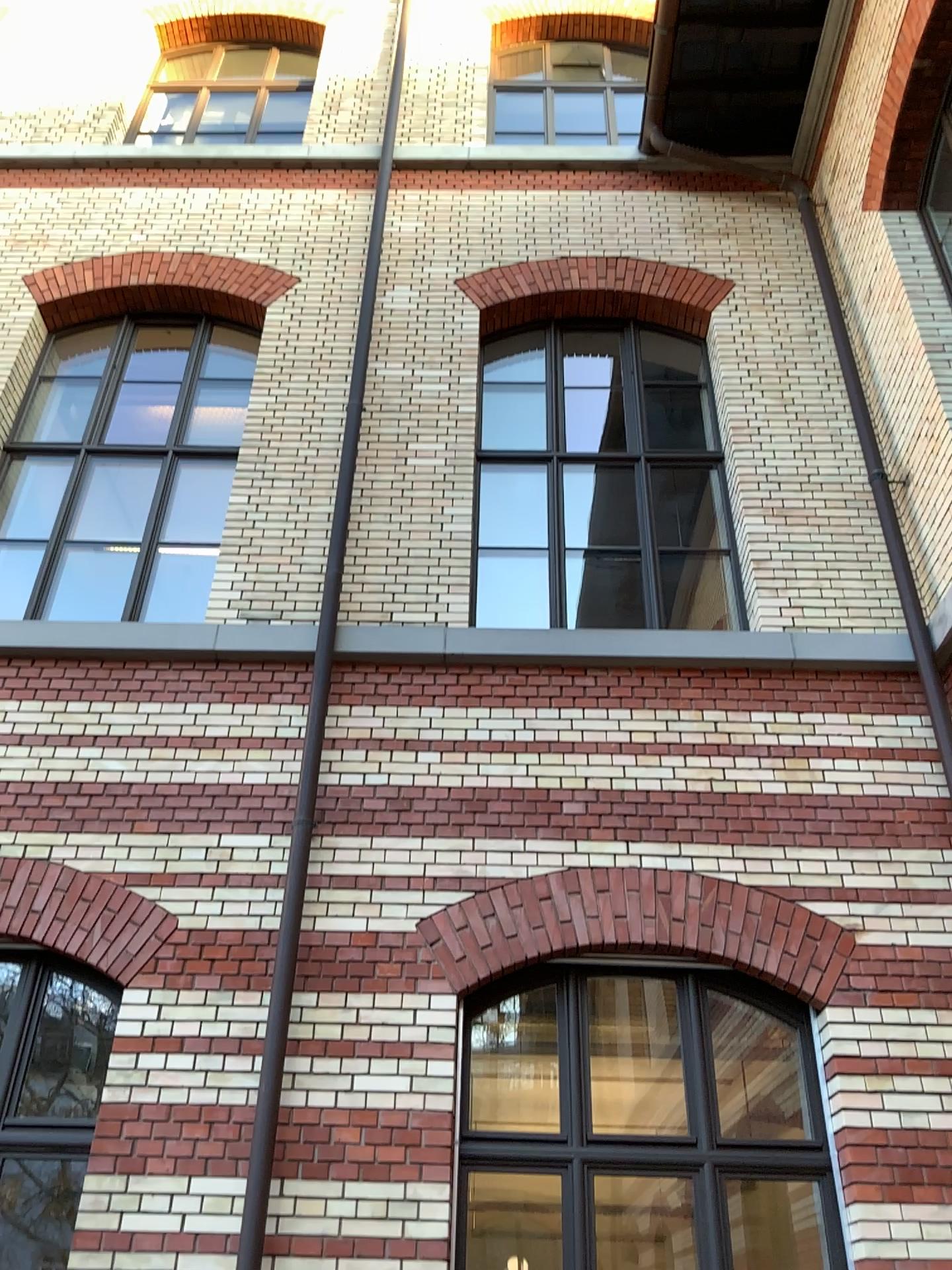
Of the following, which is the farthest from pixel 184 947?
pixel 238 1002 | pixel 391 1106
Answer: pixel 391 1106
